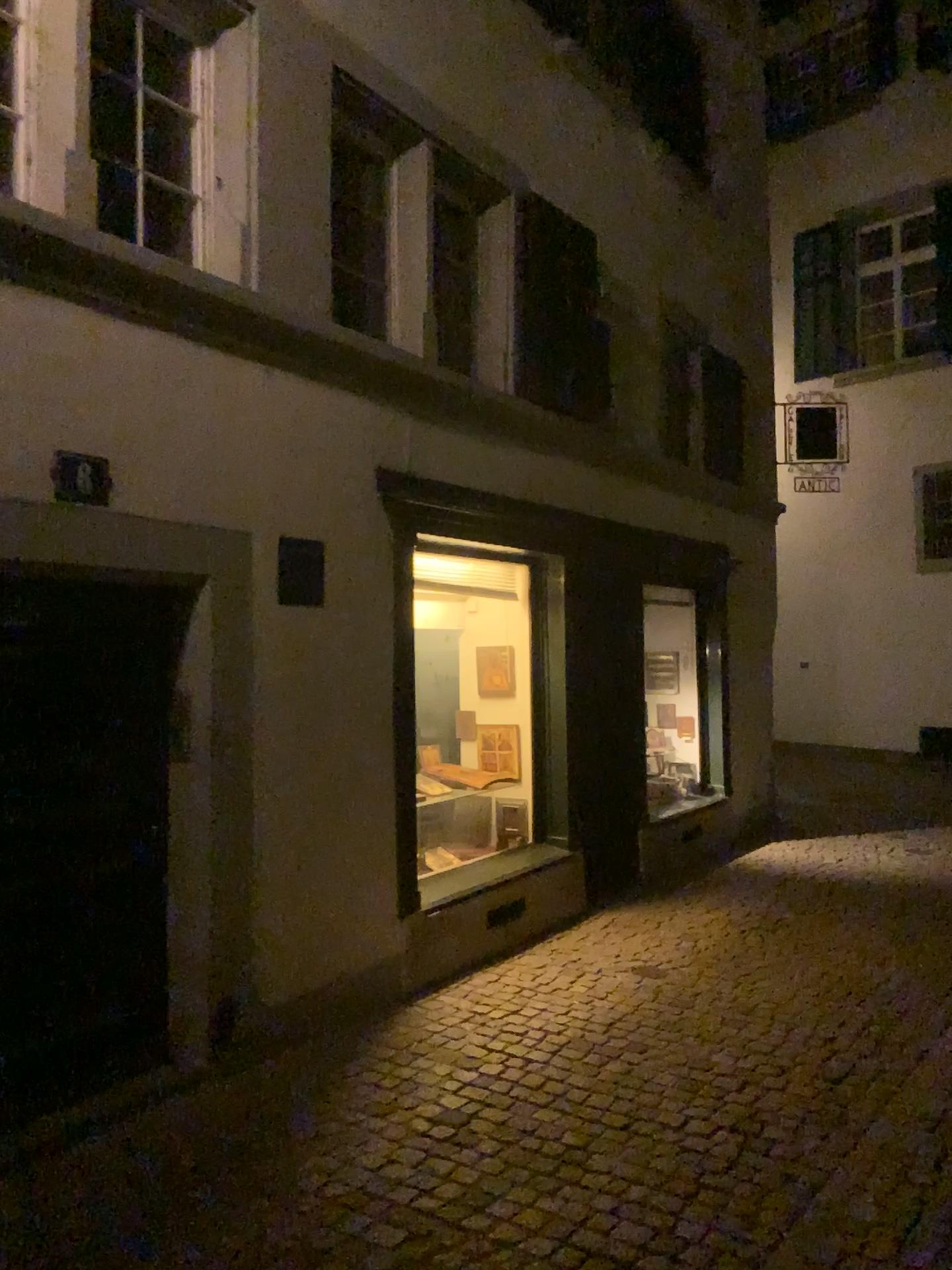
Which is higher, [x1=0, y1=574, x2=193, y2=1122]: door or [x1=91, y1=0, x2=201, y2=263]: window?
[x1=91, y1=0, x2=201, y2=263]: window

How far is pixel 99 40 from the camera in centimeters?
368cm

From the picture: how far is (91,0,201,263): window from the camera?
3.68m

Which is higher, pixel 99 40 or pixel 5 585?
pixel 99 40

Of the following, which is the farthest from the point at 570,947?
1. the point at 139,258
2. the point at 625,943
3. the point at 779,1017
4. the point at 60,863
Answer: the point at 139,258
